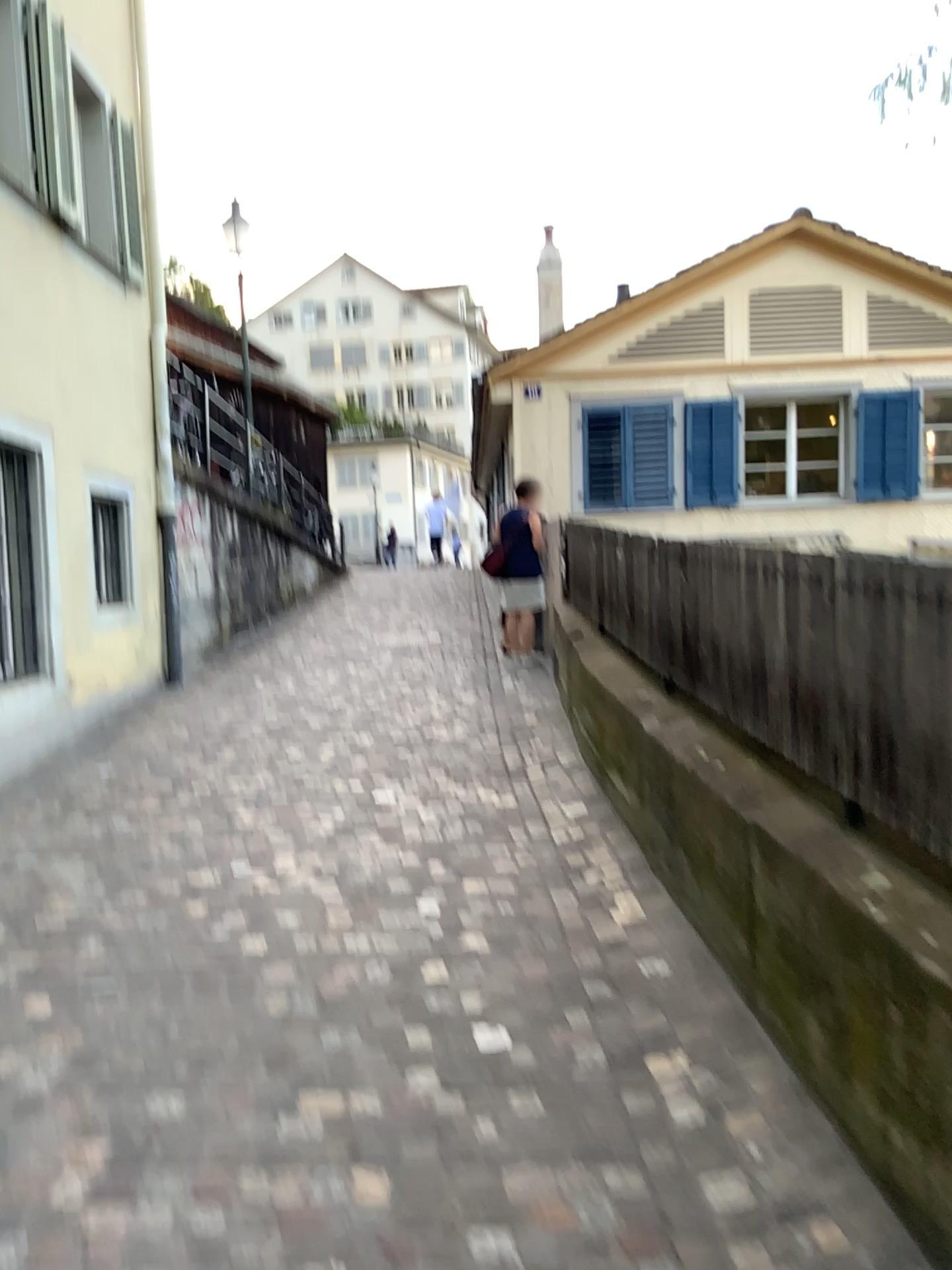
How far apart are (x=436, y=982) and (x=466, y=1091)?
0.58m
